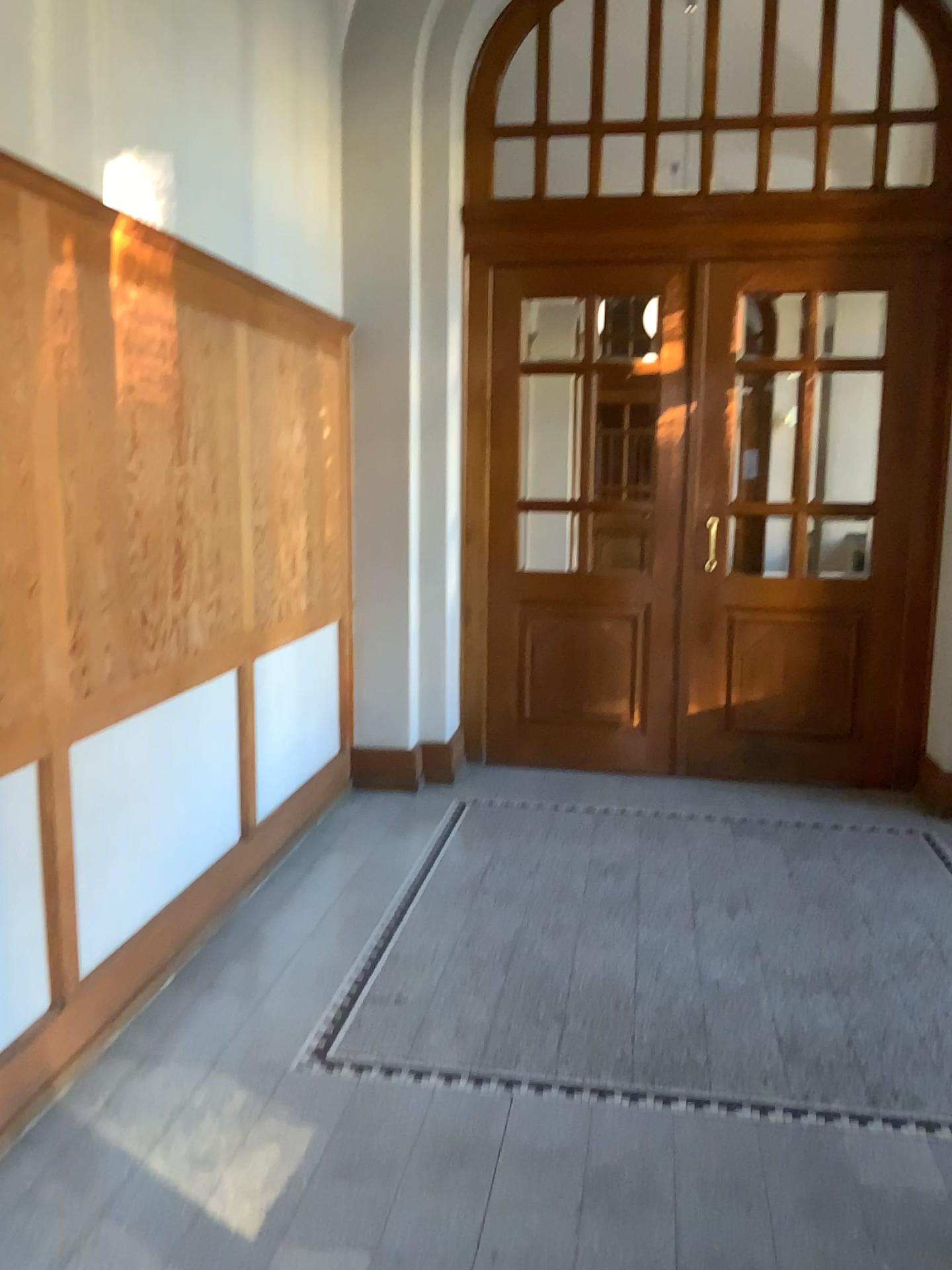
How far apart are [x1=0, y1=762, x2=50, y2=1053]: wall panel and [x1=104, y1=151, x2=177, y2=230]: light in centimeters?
151cm

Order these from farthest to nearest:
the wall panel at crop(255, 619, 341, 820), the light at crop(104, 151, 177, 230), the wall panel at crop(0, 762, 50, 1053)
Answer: the wall panel at crop(255, 619, 341, 820)
the light at crop(104, 151, 177, 230)
the wall panel at crop(0, 762, 50, 1053)

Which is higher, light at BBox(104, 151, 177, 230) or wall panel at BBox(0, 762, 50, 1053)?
light at BBox(104, 151, 177, 230)

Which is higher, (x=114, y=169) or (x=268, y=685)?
(x=114, y=169)

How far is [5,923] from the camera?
2.5m

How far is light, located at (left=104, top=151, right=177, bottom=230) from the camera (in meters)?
2.83

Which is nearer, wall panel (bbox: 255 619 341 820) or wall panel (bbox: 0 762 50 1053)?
wall panel (bbox: 0 762 50 1053)

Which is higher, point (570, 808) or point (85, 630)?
point (85, 630)

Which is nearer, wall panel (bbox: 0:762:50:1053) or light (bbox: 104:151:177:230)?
wall panel (bbox: 0:762:50:1053)

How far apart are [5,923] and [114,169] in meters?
2.0
